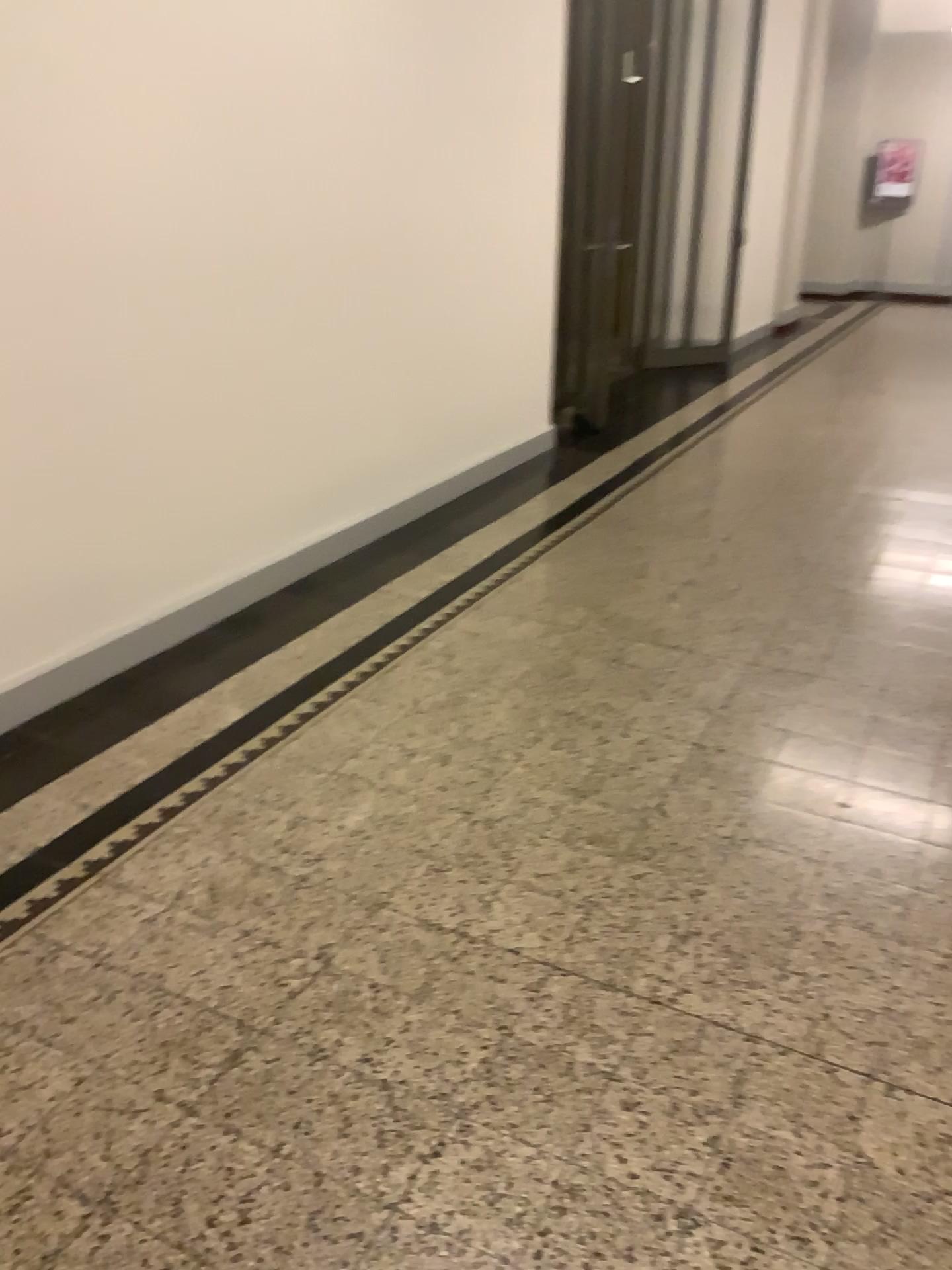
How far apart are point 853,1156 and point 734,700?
1.58m
